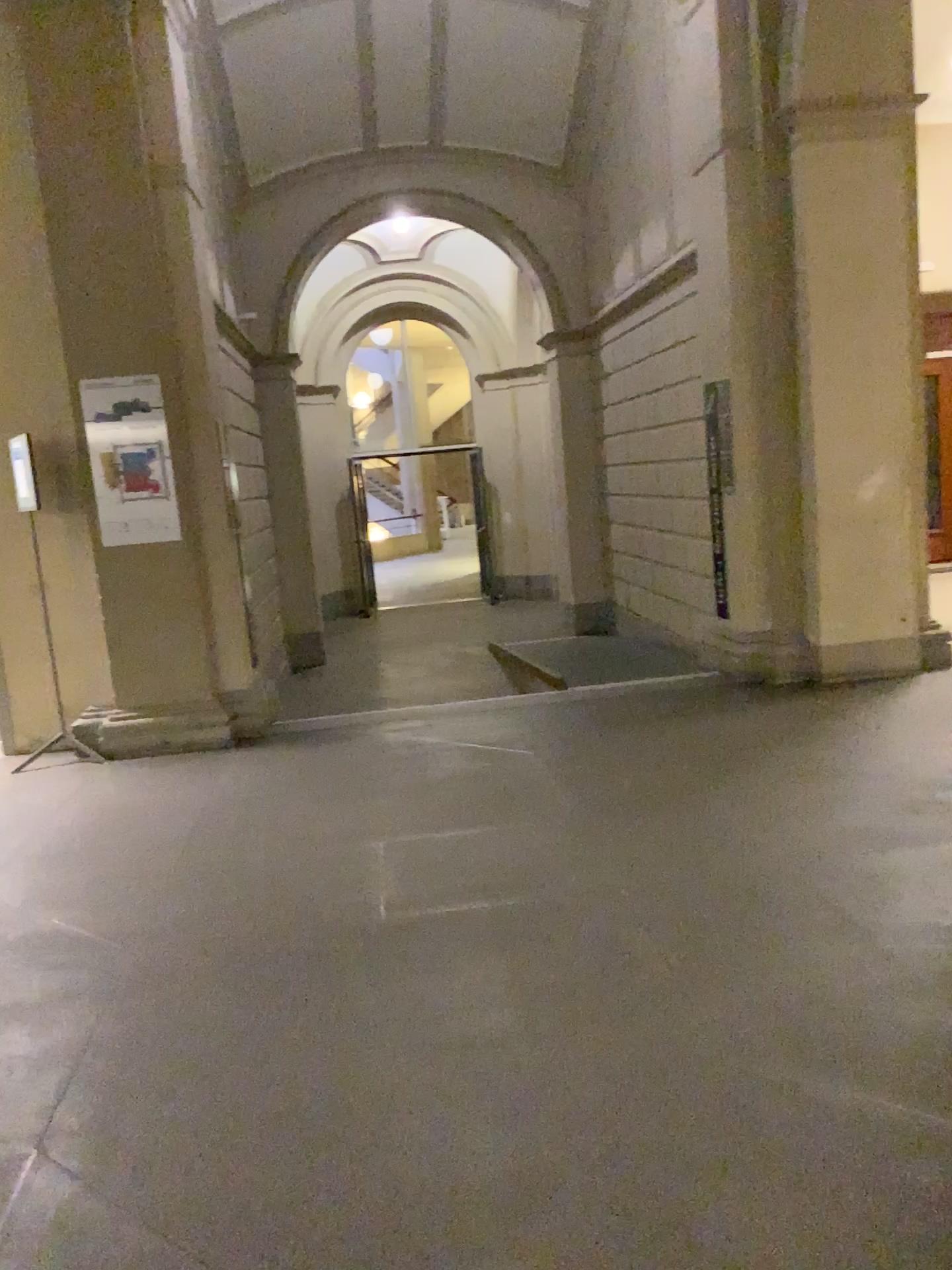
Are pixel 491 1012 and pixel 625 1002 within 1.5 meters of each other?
yes
